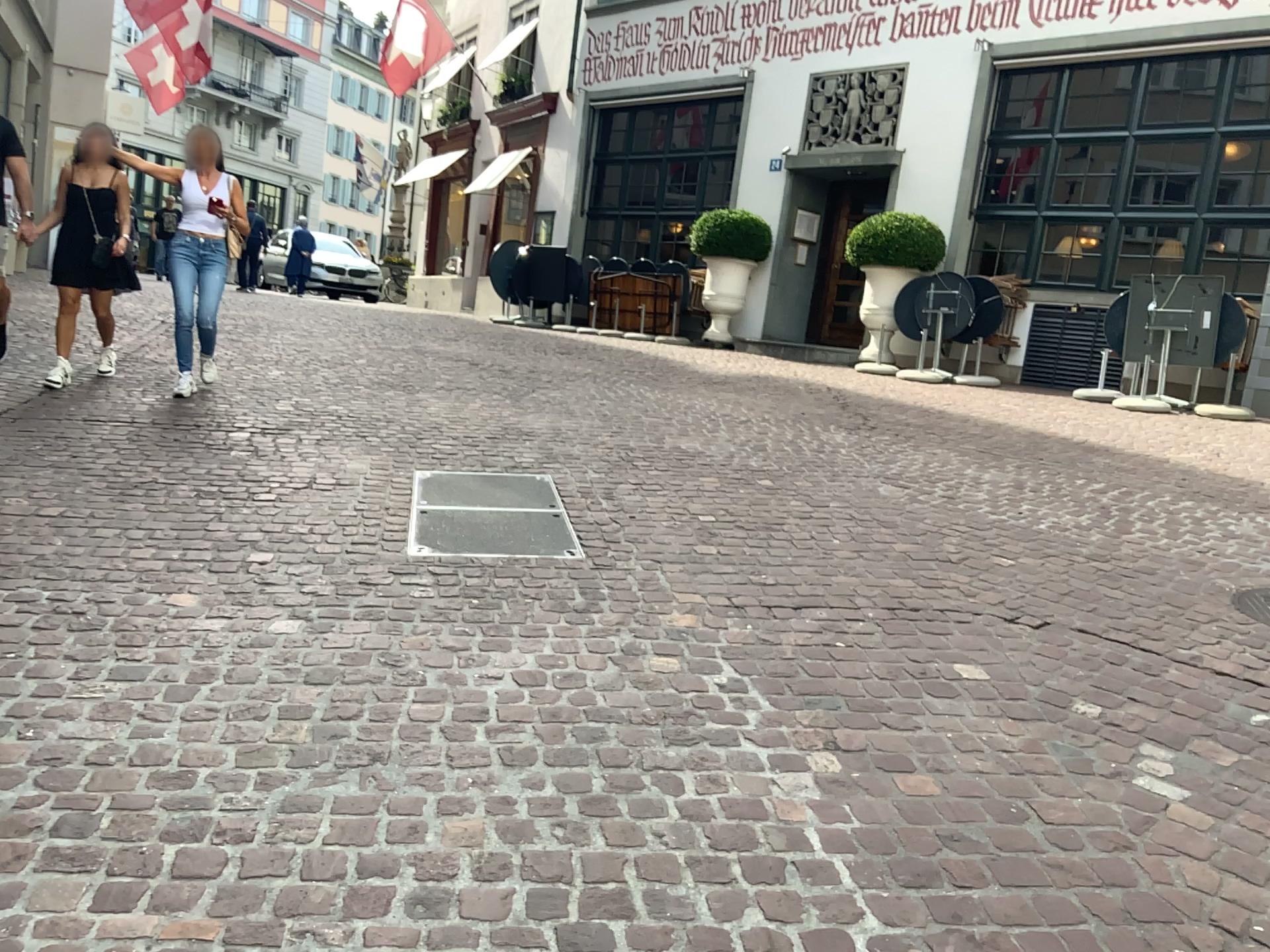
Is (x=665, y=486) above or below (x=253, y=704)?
above
